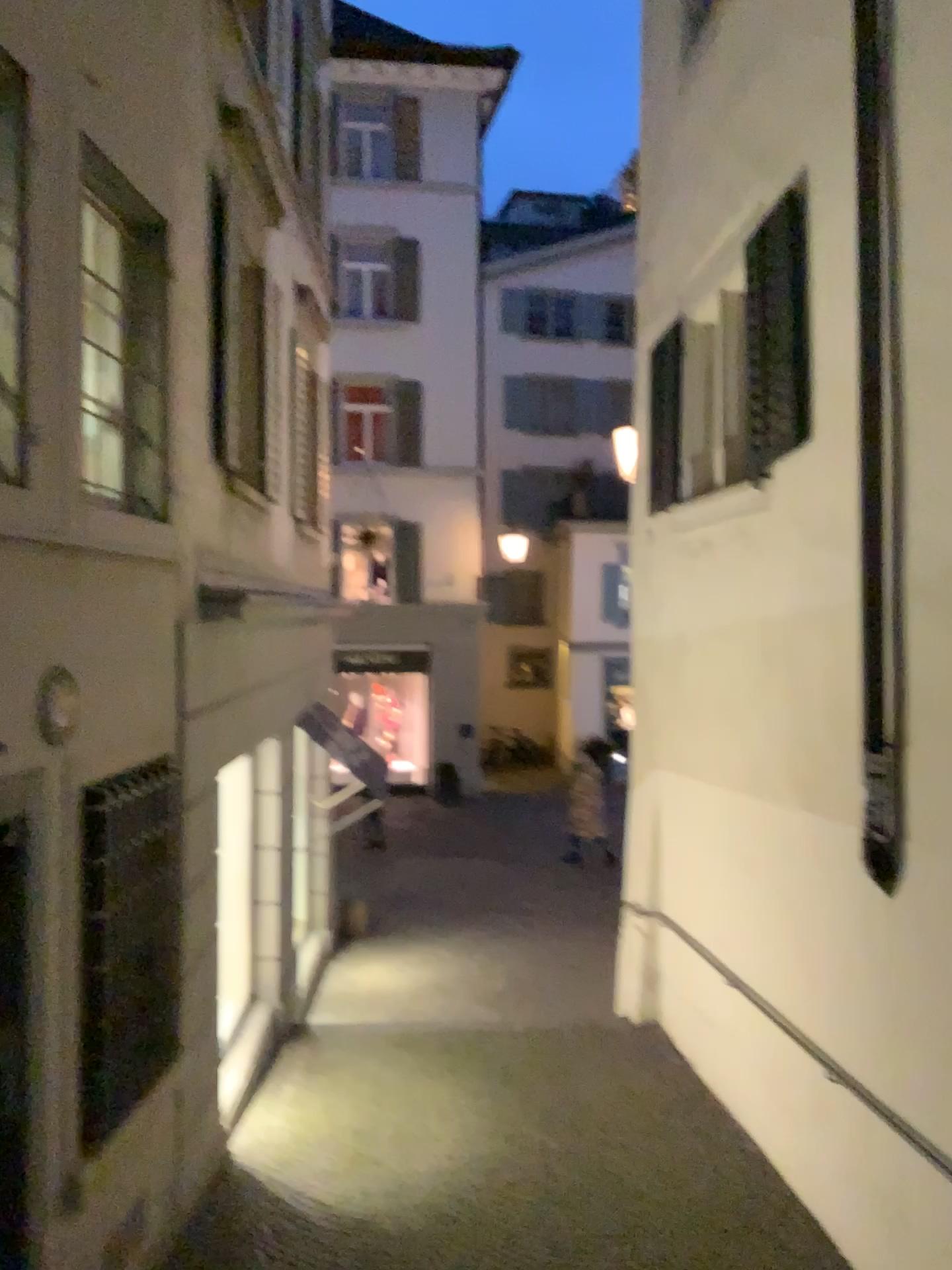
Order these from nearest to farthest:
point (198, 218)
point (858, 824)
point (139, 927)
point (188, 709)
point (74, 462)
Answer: point (74, 462)
point (139, 927)
point (858, 824)
point (188, 709)
point (198, 218)
